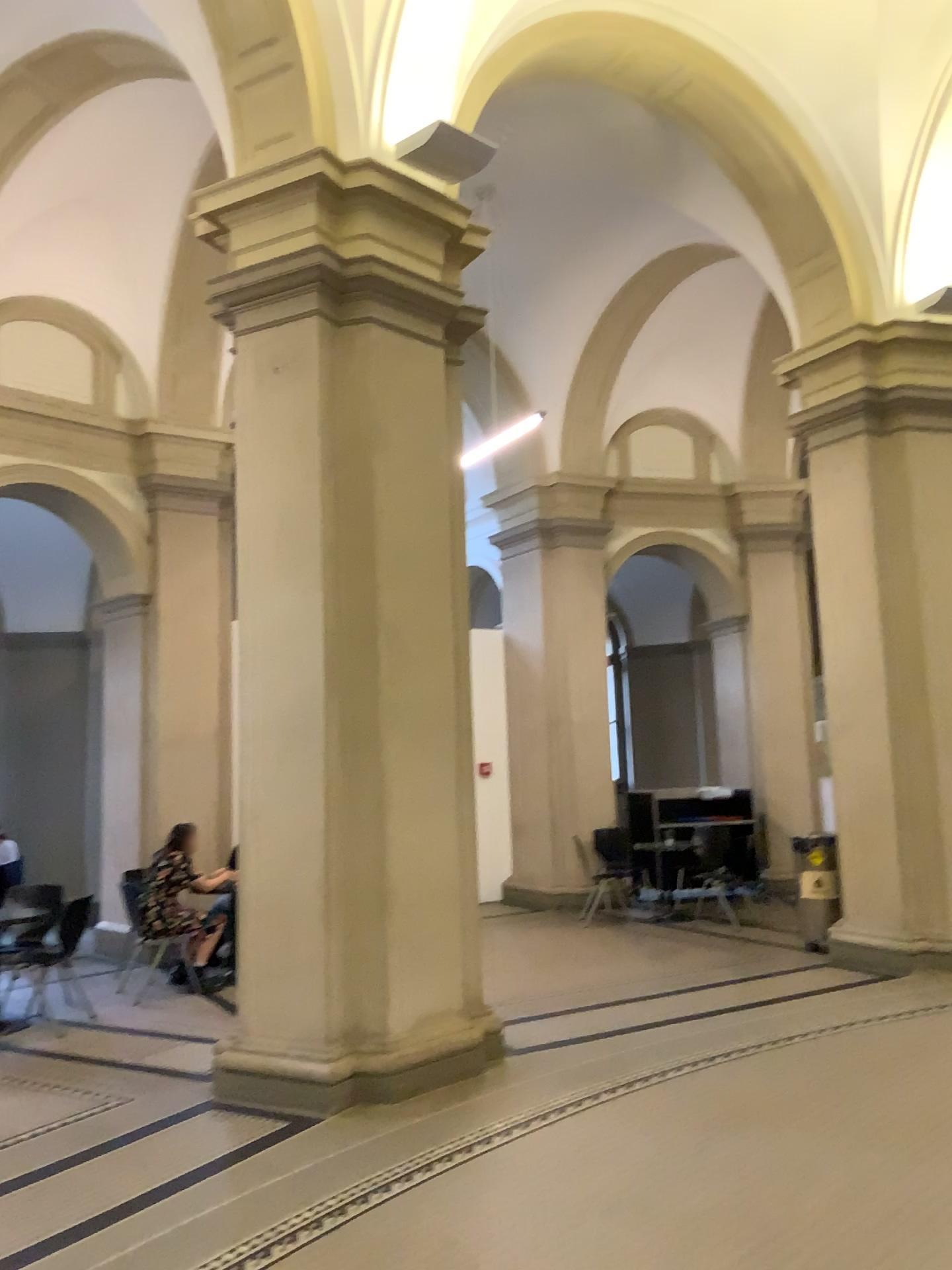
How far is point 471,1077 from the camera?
5.4 meters
